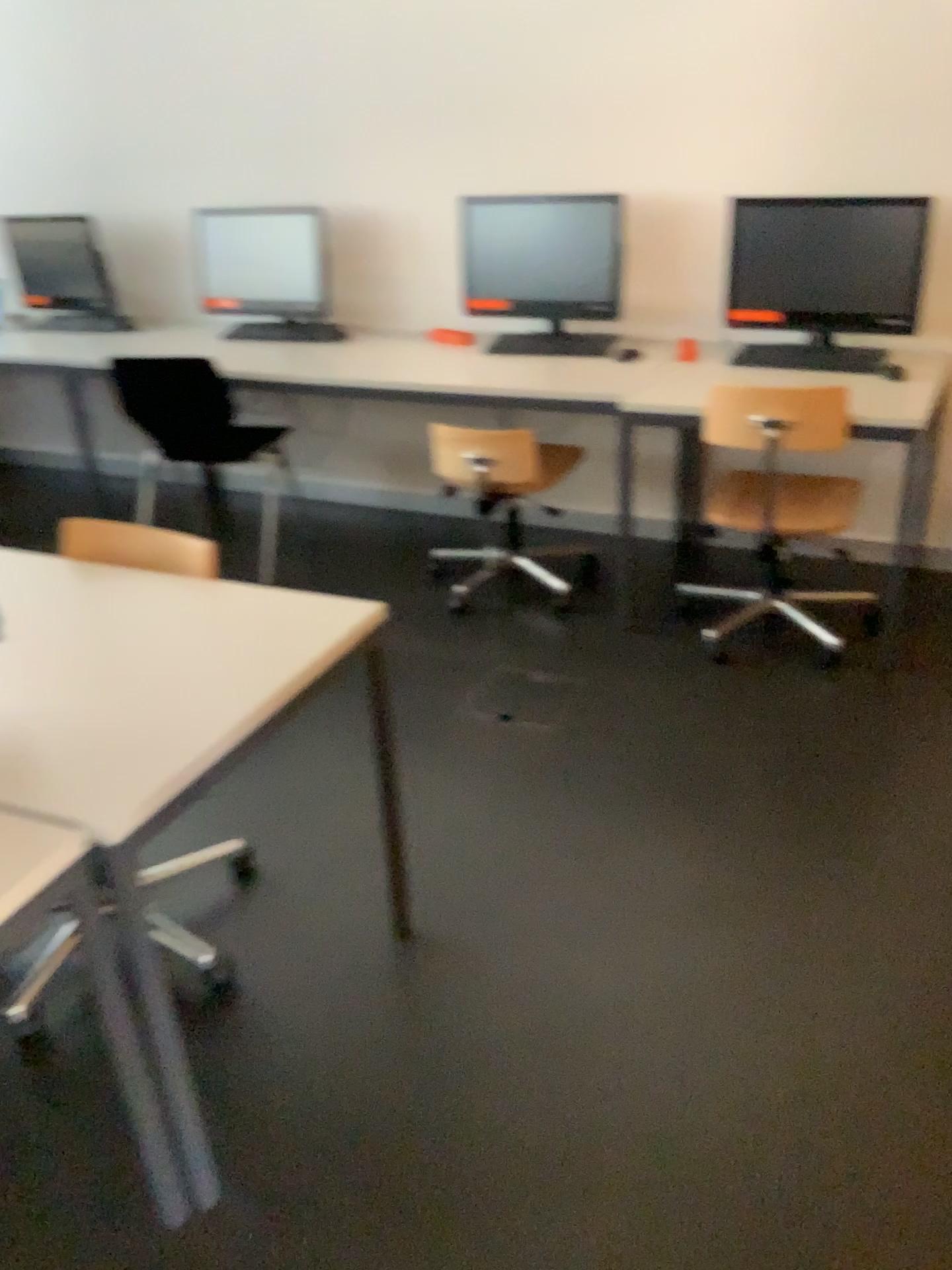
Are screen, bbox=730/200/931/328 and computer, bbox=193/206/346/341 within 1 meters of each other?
no

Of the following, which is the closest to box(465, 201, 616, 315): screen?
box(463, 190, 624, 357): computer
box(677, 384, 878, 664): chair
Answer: box(463, 190, 624, 357): computer

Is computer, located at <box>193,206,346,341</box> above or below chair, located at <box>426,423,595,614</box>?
above

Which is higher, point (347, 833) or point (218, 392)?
point (218, 392)

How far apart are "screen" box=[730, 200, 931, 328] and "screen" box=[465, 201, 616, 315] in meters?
0.5

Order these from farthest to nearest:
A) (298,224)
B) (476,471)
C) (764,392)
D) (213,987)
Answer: (298,224) < (476,471) < (764,392) < (213,987)

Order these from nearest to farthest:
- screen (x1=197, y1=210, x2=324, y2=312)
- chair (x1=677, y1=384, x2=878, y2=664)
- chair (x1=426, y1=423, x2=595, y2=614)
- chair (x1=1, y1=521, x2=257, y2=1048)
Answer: chair (x1=1, y1=521, x2=257, y2=1048) < chair (x1=677, y1=384, x2=878, y2=664) < chair (x1=426, y1=423, x2=595, y2=614) < screen (x1=197, y1=210, x2=324, y2=312)

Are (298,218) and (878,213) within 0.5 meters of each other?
no

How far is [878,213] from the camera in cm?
311

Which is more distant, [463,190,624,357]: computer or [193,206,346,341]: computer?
[193,206,346,341]: computer
